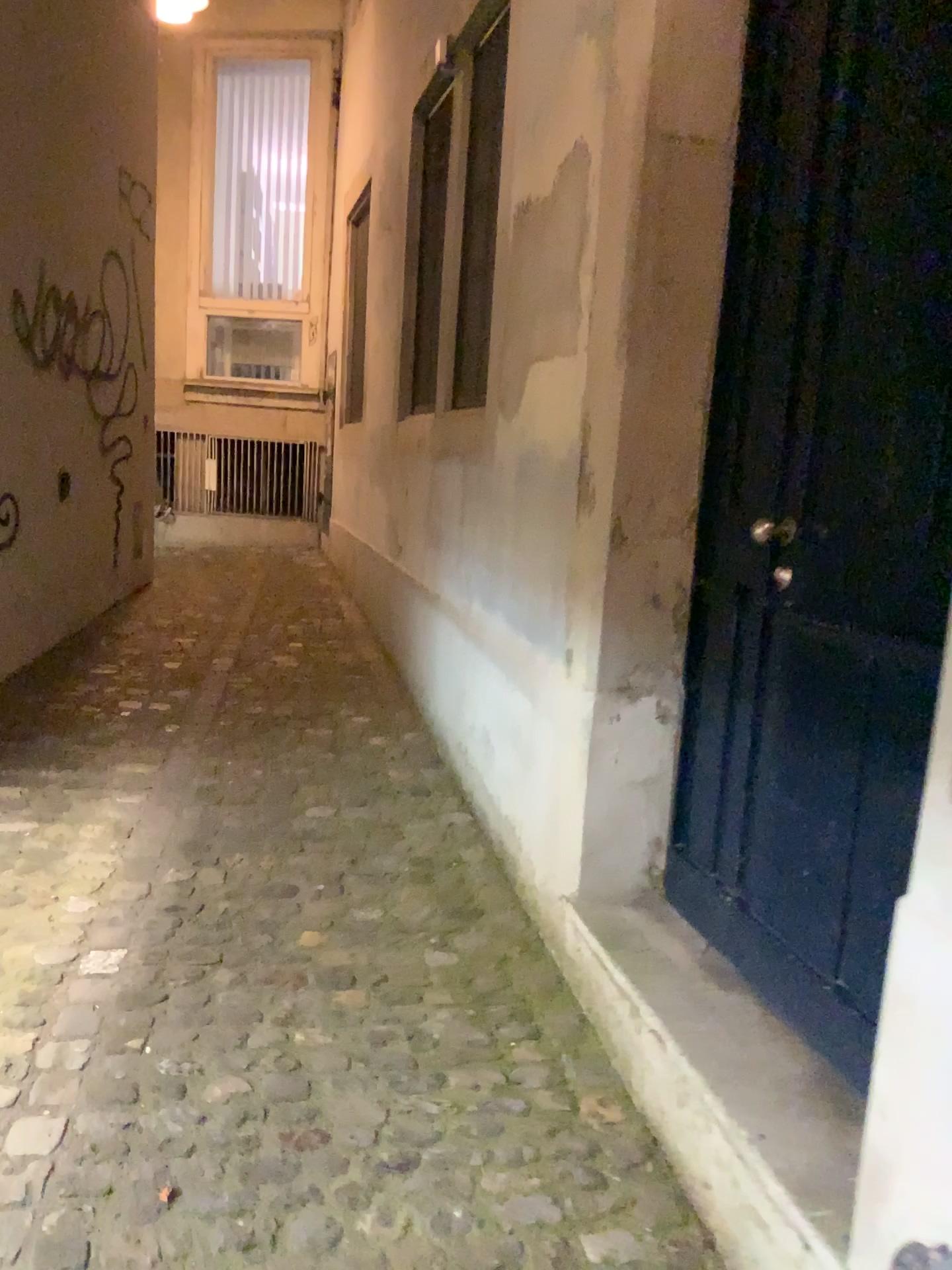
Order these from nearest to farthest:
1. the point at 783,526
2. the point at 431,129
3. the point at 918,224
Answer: the point at 918,224, the point at 783,526, the point at 431,129

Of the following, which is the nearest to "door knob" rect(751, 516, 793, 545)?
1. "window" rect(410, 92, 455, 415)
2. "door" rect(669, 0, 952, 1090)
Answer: "door" rect(669, 0, 952, 1090)

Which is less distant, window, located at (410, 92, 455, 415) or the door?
the door

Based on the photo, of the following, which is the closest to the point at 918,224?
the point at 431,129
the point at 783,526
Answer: the point at 783,526

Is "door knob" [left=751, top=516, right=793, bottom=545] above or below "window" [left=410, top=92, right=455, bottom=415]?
below

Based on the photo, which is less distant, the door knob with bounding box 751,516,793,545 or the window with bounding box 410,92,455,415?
the door knob with bounding box 751,516,793,545

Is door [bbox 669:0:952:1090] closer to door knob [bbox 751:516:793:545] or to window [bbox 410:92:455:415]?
door knob [bbox 751:516:793:545]

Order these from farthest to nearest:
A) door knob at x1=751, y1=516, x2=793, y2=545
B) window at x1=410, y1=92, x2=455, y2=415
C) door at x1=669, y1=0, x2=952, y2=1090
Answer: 1. window at x1=410, y1=92, x2=455, y2=415
2. door knob at x1=751, y1=516, x2=793, y2=545
3. door at x1=669, y1=0, x2=952, y2=1090

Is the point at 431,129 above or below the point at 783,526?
above

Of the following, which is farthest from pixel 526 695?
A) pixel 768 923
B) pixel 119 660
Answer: pixel 119 660
